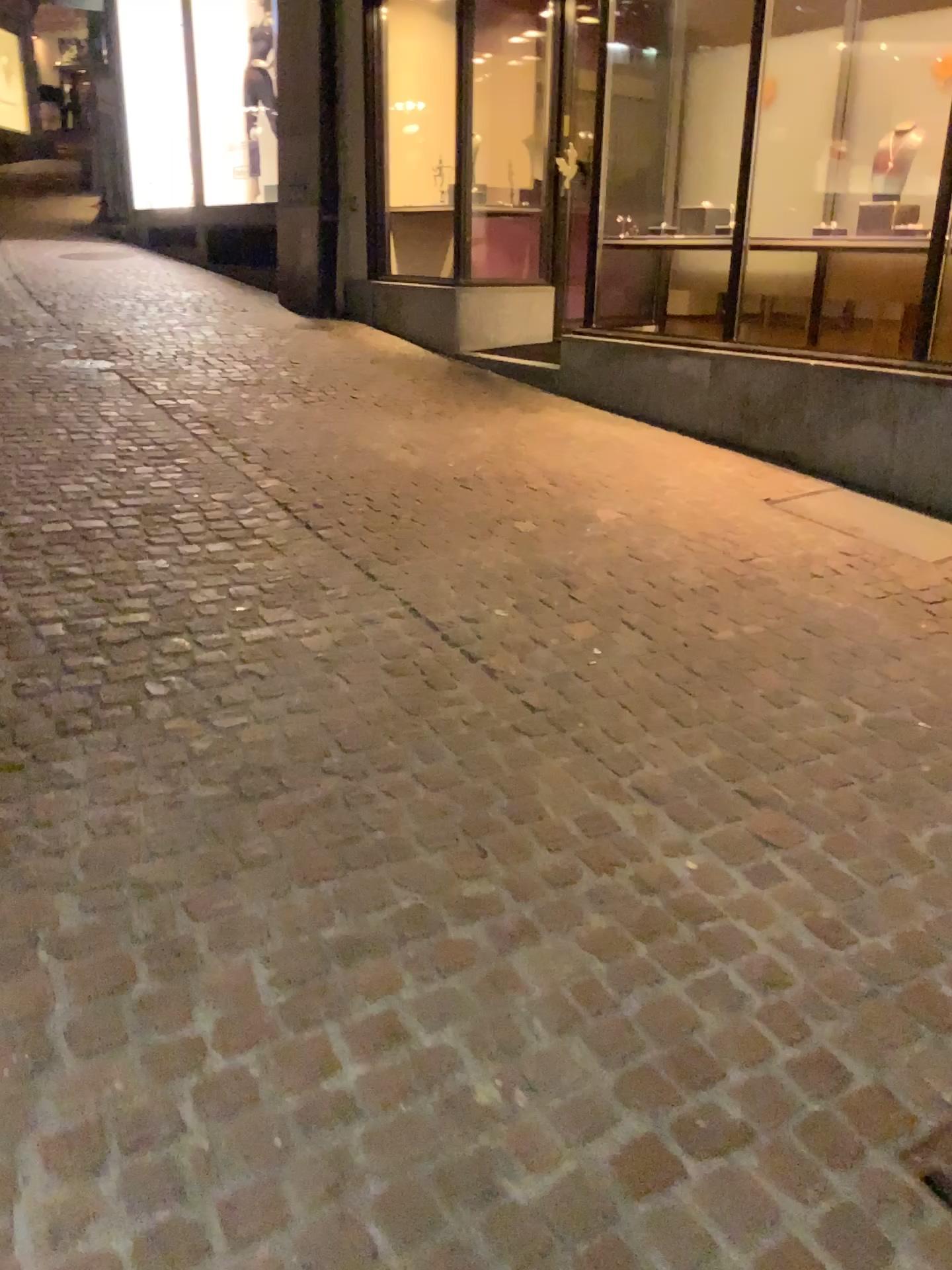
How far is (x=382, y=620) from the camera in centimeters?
313cm
